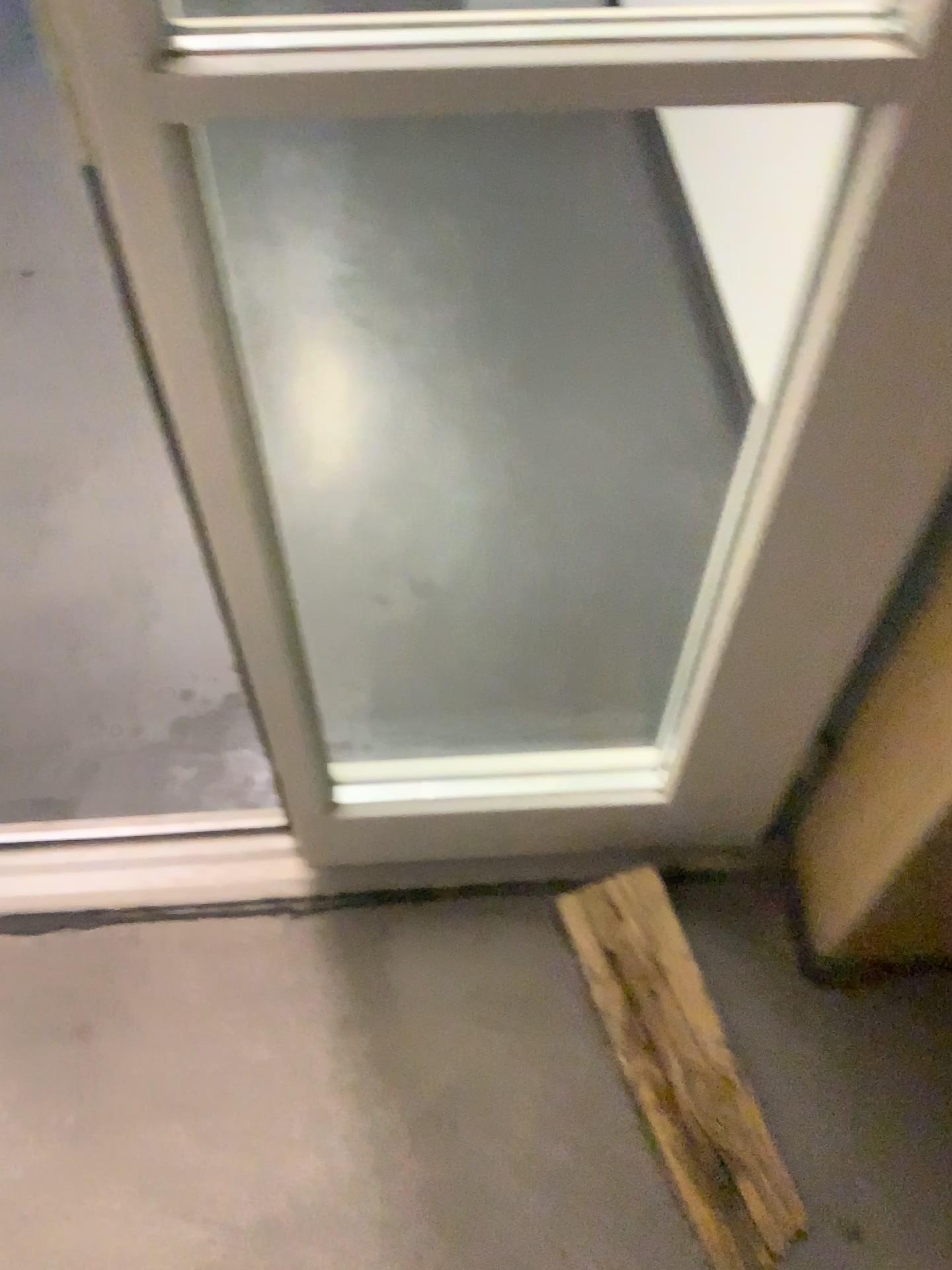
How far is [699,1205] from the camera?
1.0 meters

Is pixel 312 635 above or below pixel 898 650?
below

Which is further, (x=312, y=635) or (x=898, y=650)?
(x=312, y=635)

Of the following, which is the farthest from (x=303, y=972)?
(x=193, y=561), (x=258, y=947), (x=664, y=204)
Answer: (x=664, y=204)

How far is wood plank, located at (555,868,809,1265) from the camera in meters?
1.0 m

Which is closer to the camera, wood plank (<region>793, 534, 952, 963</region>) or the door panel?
wood plank (<region>793, 534, 952, 963</region>)
